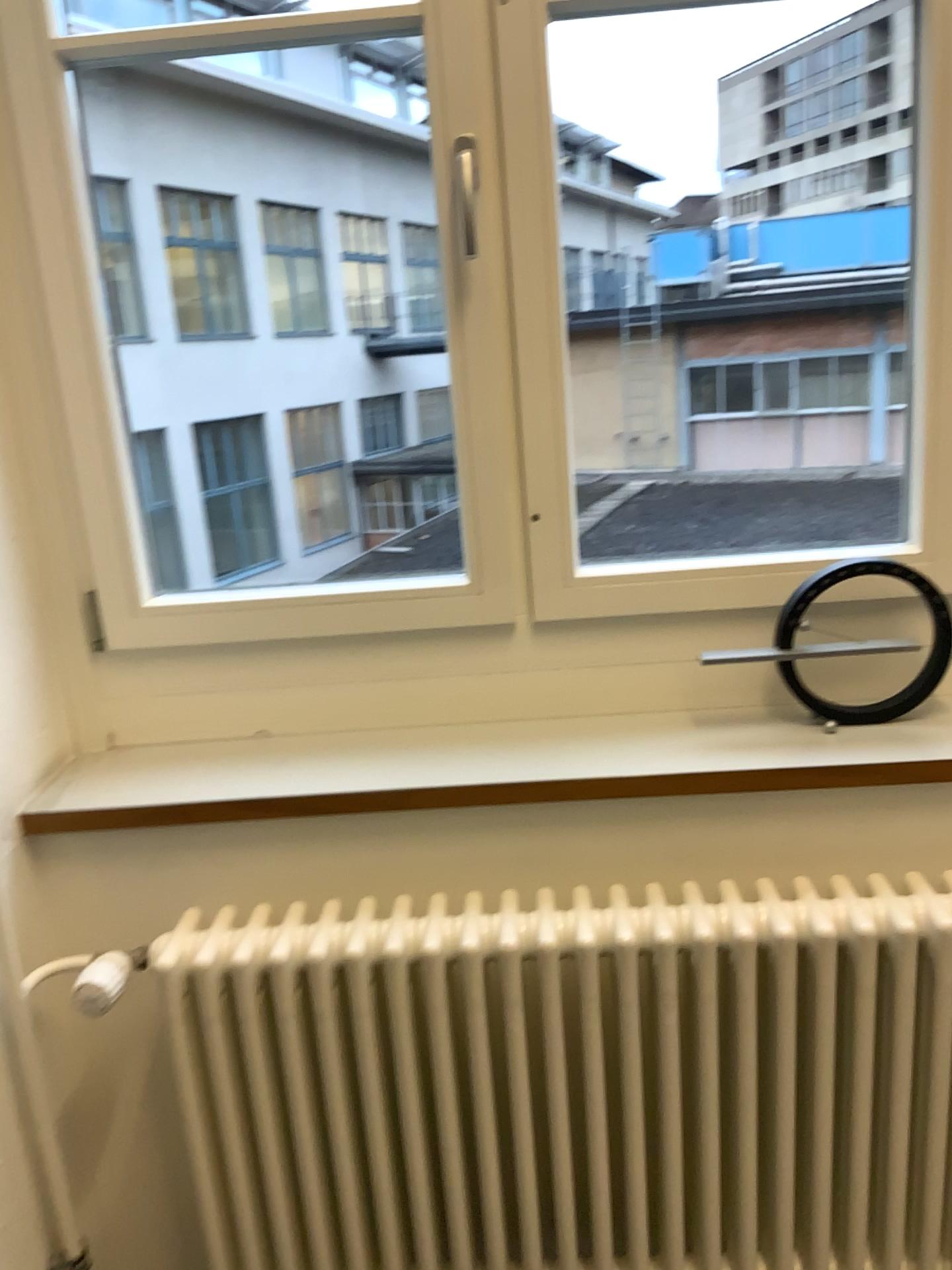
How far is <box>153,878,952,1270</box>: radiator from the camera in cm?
127

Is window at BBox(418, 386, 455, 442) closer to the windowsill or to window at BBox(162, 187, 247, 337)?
window at BBox(162, 187, 247, 337)

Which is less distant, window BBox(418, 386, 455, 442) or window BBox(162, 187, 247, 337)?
window BBox(418, 386, 455, 442)

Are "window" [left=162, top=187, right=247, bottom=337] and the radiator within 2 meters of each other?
no

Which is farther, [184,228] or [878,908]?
[184,228]

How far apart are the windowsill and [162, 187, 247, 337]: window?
2.8 meters

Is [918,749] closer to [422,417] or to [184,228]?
[422,417]

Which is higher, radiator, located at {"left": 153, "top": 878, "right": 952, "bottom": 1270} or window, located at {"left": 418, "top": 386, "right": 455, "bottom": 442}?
window, located at {"left": 418, "top": 386, "right": 455, "bottom": 442}

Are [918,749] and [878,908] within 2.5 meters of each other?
yes

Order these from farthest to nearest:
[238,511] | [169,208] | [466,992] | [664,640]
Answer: [238,511], [169,208], [664,640], [466,992]
